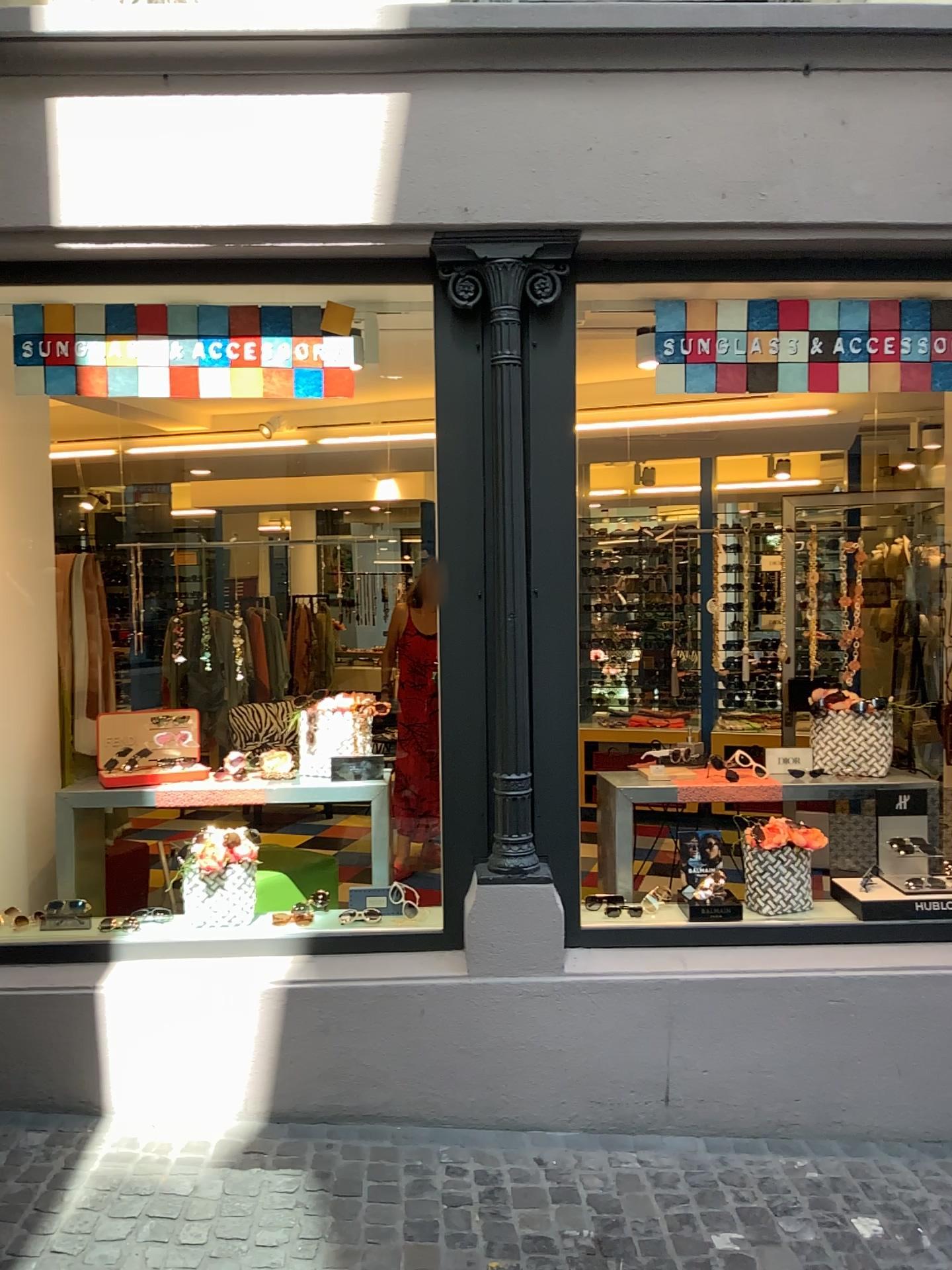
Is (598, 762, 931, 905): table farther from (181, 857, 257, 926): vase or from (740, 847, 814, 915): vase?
(181, 857, 257, 926): vase

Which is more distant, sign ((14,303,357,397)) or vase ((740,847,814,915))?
vase ((740,847,814,915))

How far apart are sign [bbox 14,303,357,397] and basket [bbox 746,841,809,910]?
2.09m

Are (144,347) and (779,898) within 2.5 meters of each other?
no

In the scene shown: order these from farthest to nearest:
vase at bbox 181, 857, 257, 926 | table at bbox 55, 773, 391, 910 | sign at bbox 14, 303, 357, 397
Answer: table at bbox 55, 773, 391, 910 < vase at bbox 181, 857, 257, 926 < sign at bbox 14, 303, 357, 397

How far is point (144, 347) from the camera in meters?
3.3 m

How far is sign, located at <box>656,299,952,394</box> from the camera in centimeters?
340cm

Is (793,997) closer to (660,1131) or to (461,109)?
(660,1131)

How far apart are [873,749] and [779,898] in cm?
78

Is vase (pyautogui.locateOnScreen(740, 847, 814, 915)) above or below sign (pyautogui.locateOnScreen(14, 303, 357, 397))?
below
